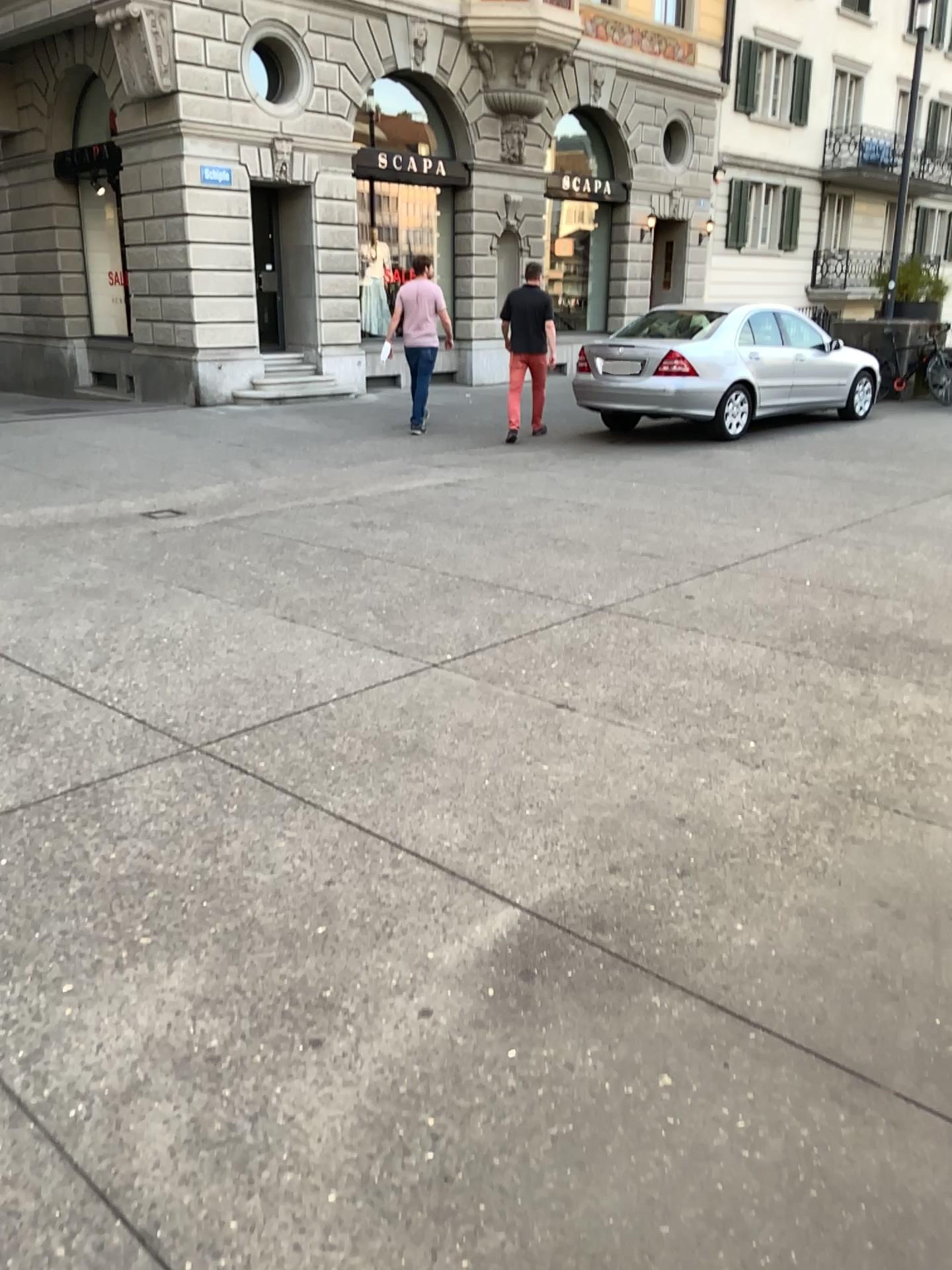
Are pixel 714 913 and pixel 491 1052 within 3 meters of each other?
yes
